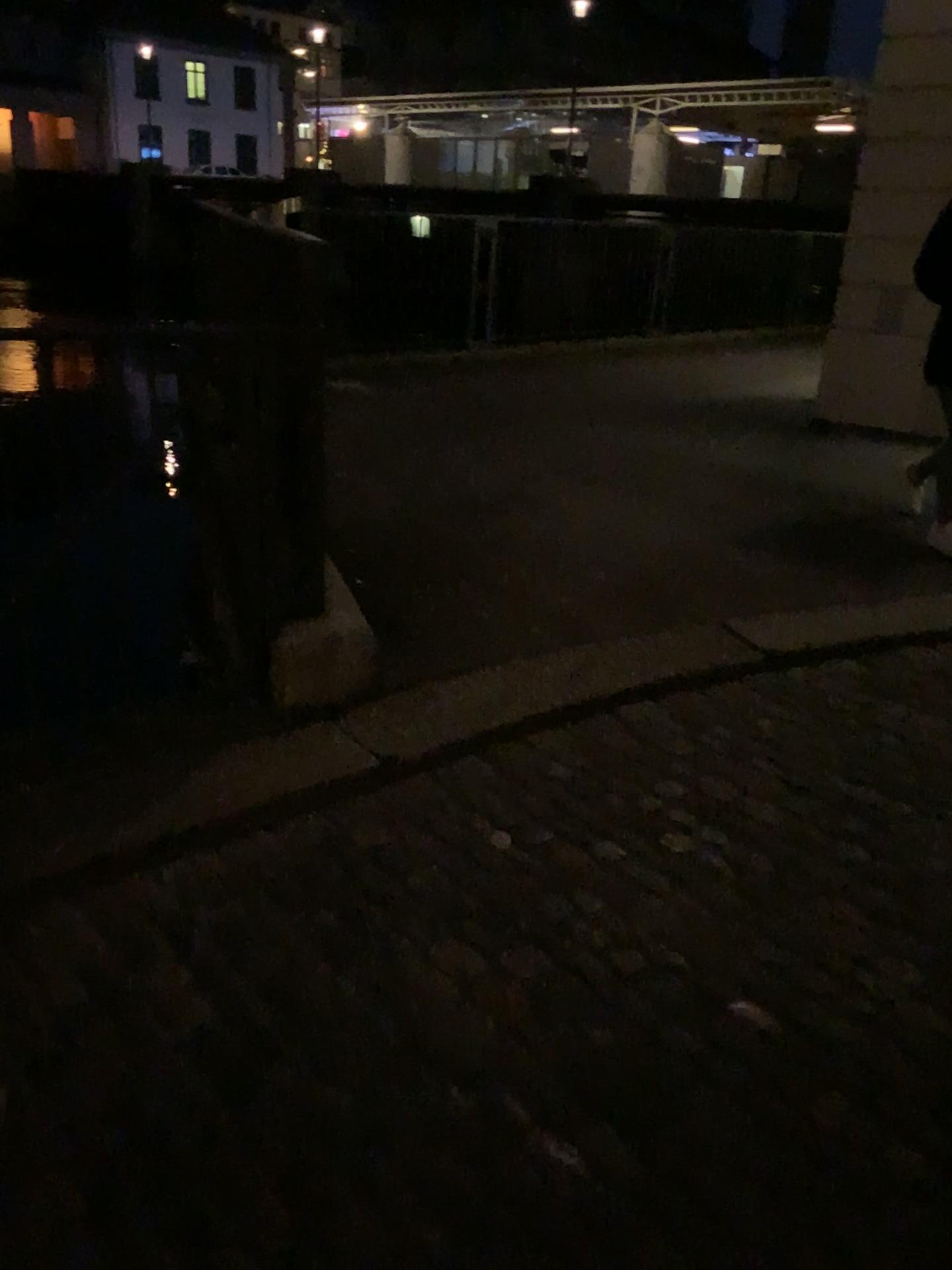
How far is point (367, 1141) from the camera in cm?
159
